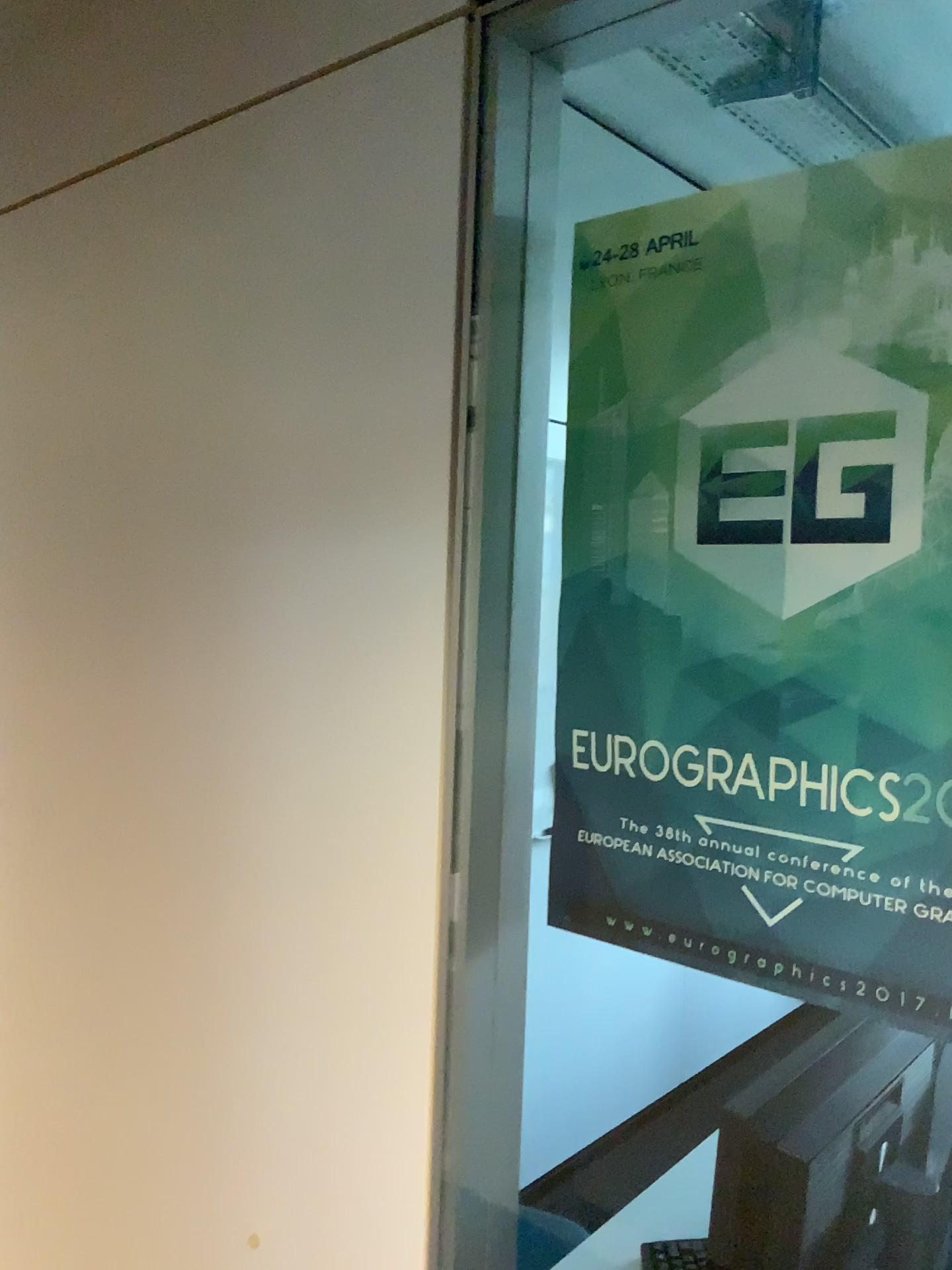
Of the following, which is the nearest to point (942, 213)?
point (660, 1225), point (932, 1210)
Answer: point (932, 1210)

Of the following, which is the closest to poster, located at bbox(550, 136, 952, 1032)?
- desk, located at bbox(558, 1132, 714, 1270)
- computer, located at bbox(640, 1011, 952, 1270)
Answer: computer, located at bbox(640, 1011, 952, 1270)

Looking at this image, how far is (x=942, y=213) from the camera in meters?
0.7 m

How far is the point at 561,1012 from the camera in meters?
2.8

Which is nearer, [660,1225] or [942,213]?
[942,213]

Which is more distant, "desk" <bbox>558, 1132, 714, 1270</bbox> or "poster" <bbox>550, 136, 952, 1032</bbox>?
"desk" <bbox>558, 1132, 714, 1270</bbox>

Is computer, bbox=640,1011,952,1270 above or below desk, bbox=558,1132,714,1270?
above

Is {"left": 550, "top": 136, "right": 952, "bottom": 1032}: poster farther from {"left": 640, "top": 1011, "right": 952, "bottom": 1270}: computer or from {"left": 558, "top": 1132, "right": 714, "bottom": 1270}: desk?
{"left": 558, "top": 1132, "right": 714, "bottom": 1270}: desk

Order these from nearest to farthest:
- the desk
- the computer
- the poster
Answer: the poster → the computer → the desk

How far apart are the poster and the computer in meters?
0.4 m
